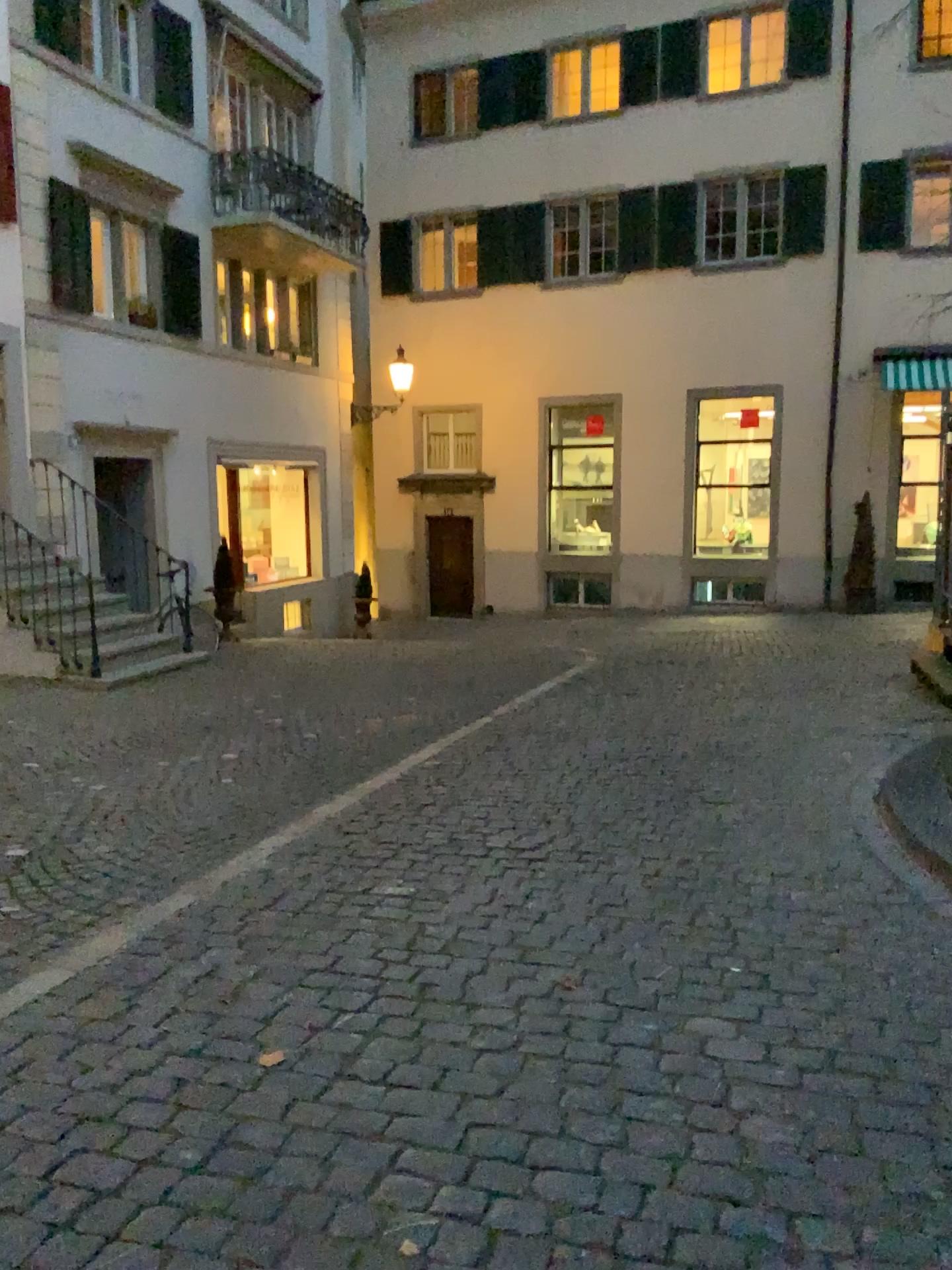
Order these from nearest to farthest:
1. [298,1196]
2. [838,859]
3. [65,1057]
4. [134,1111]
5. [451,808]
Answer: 1. [298,1196]
2. [134,1111]
3. [65,1057]
4. [838,859]
5. [451,808]
